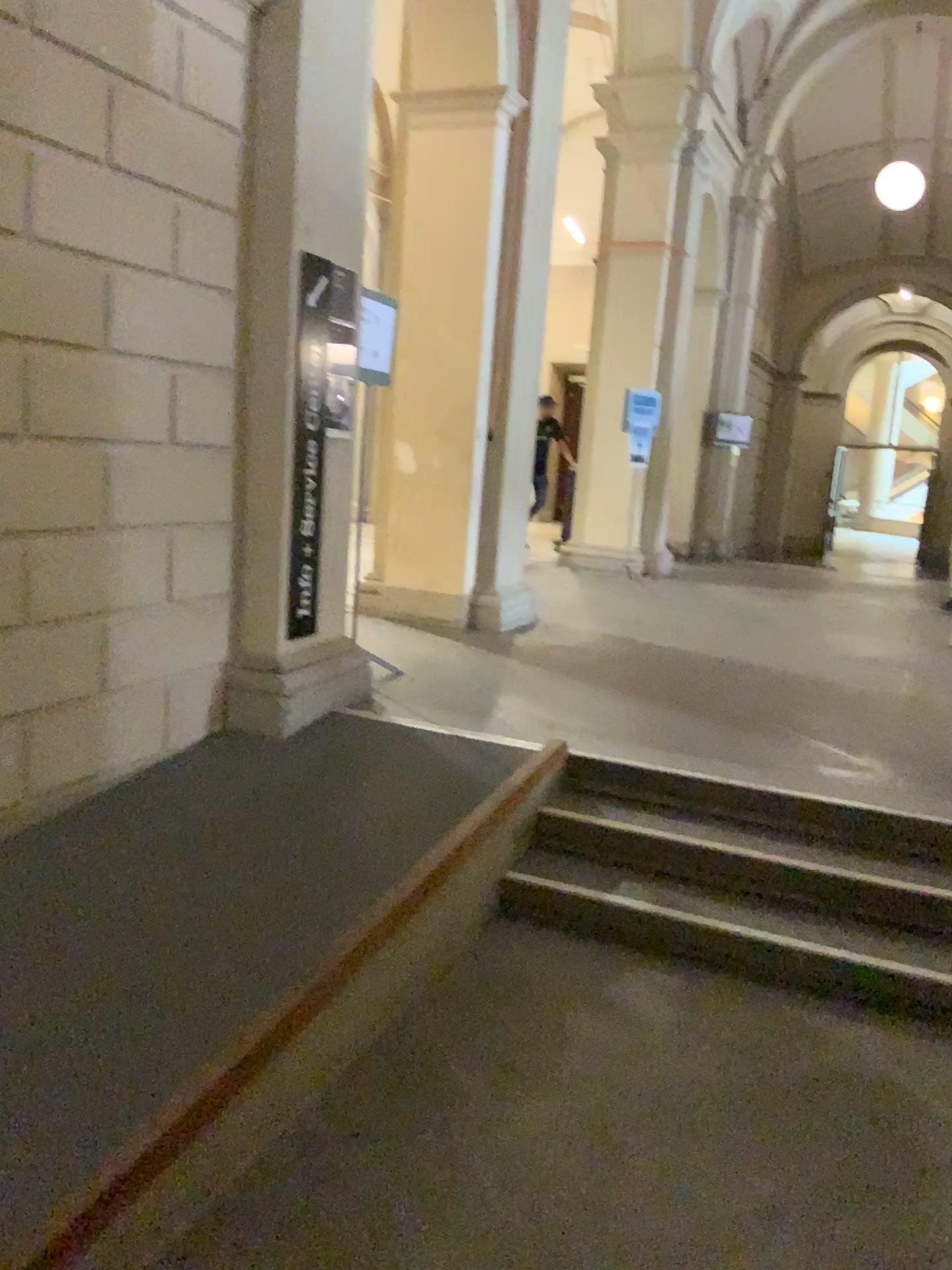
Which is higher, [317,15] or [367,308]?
[317,15]

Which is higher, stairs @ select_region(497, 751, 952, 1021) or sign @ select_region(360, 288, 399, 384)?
sign @ select_region(360, 288, 399, 384)

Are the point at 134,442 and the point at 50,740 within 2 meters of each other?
yes

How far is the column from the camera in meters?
3.9 m

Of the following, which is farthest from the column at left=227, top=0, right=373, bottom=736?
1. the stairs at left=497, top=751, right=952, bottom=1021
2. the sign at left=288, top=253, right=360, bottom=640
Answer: the stairs at left=497, top=751, right=952, bottom=1021

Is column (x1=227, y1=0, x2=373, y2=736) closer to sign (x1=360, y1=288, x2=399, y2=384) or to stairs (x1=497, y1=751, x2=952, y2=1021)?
sign (x1=360, y1=288, x2=399, y2=384)

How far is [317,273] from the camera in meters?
4.2

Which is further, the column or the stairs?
the column

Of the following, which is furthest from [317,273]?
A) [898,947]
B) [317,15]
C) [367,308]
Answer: [898,947]

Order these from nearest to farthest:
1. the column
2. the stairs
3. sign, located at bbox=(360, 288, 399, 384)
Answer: the stairs < the column < sign, located at bbox=(360, 288, 399, 384)
